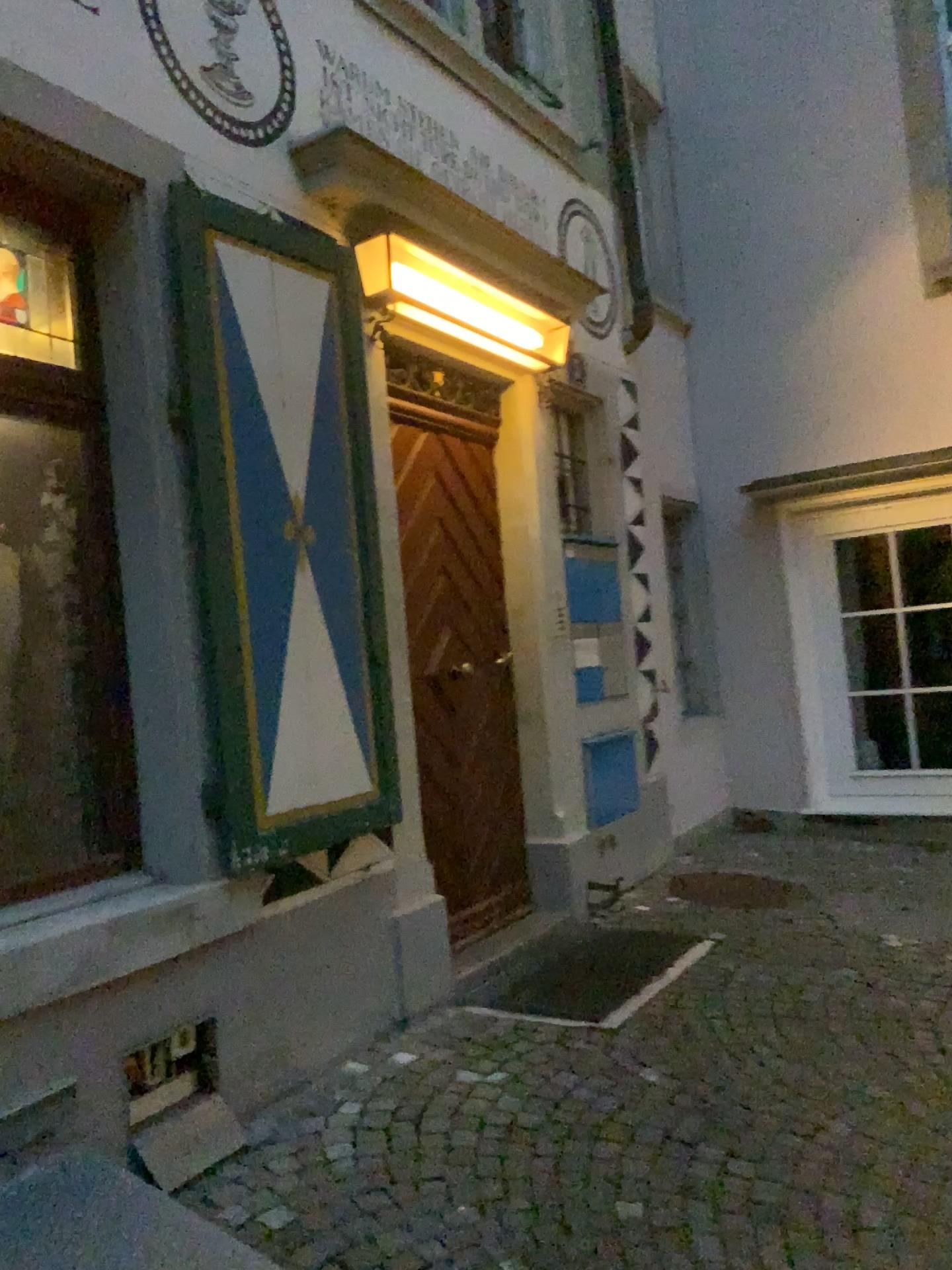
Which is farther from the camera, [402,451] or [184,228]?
[402,451]

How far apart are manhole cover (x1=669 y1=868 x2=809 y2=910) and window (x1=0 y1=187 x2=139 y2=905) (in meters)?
2.80

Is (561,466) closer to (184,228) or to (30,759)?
(184,228)

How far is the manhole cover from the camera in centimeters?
470cm

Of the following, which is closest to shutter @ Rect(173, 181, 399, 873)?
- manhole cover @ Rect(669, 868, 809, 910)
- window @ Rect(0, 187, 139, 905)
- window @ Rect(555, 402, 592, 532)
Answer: window @ Rect(0, 187, 139, 905)

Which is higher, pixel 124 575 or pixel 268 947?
pixel 124 575

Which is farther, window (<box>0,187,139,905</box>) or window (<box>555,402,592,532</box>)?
window (<box>555,402,592,532</box>)

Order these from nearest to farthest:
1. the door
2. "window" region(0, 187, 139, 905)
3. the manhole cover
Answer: "window" region(0, 187, 139, 905), the door, the manhole cover

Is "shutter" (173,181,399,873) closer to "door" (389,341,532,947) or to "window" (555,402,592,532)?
"door" (389,341,532,947)

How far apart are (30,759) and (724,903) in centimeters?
314cm
